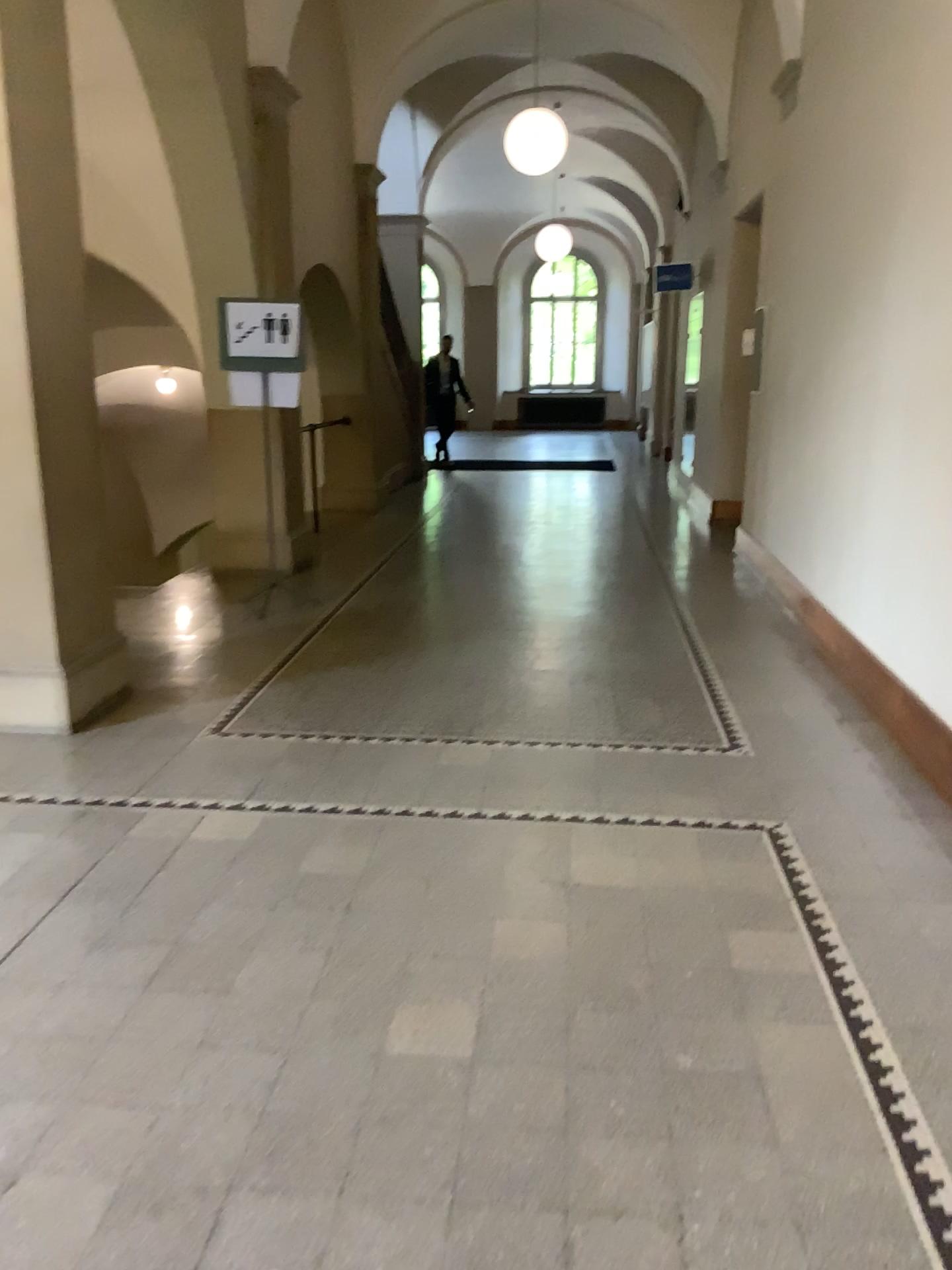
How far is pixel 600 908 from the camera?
2.9 meters
